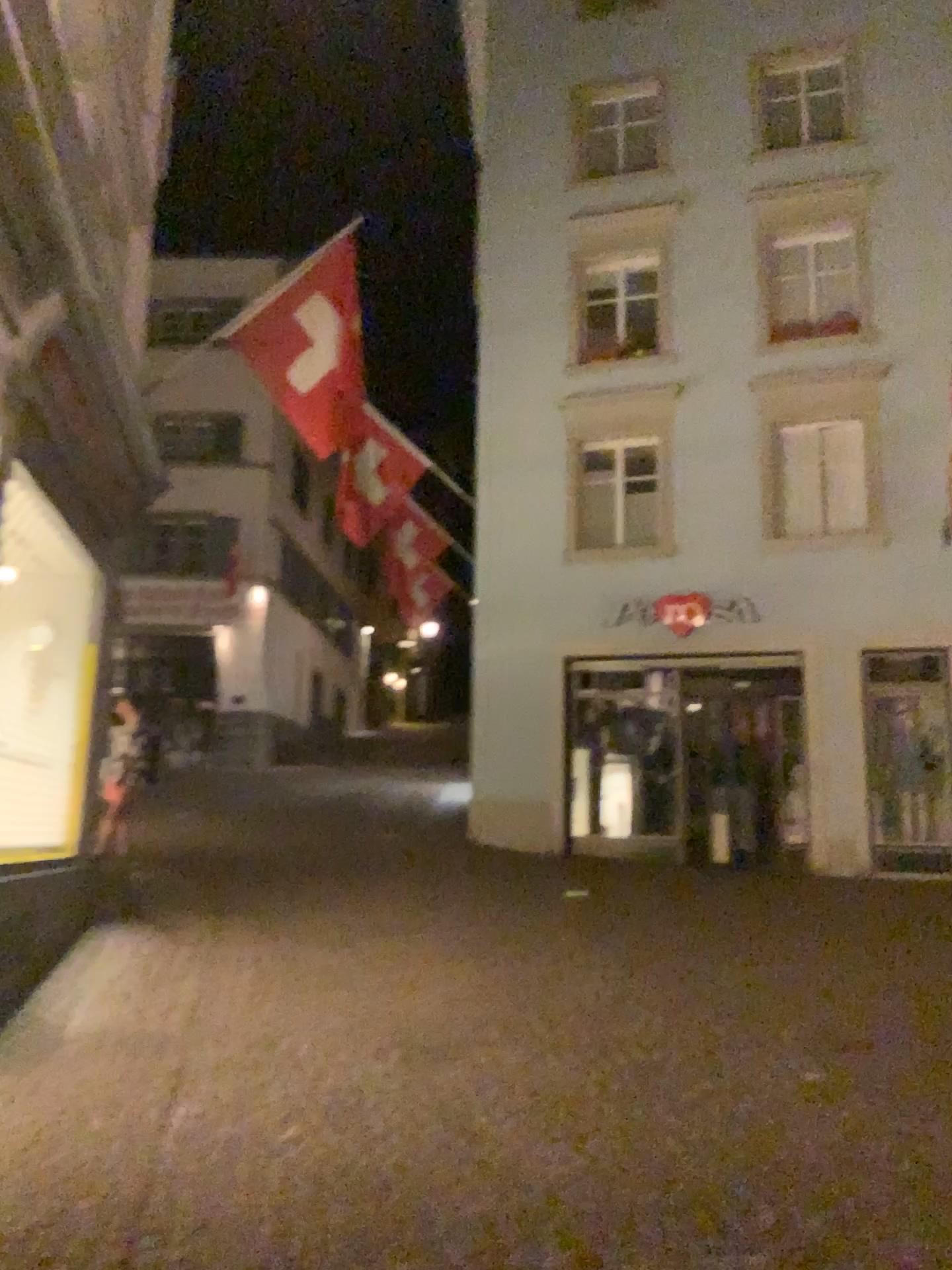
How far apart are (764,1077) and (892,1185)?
1.0 meters
